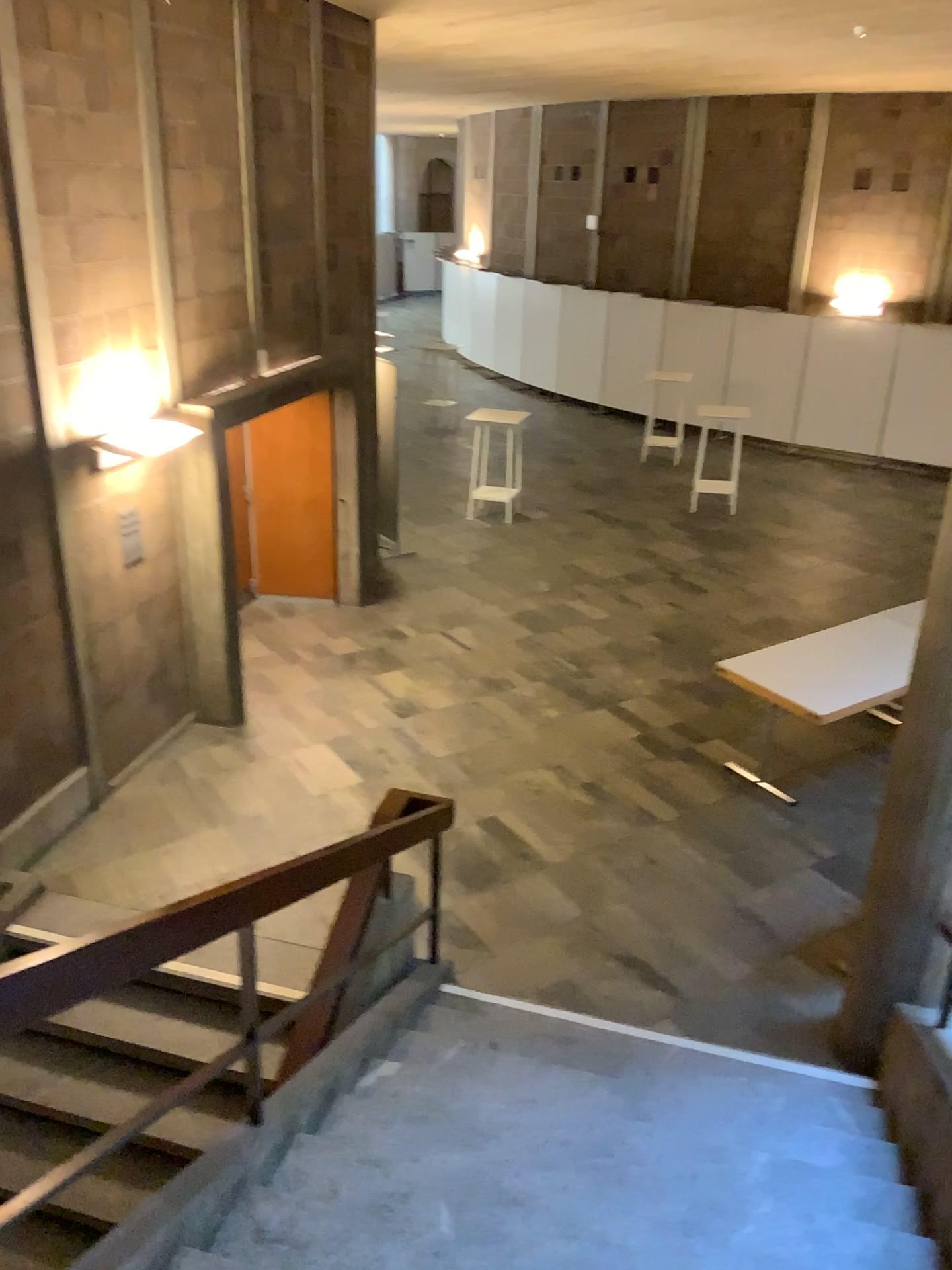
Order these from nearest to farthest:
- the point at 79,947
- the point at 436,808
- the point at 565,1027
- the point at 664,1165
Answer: the point at 79,947 < the point at 664,1165 < the point at 436,808 < the point at 565,1027
